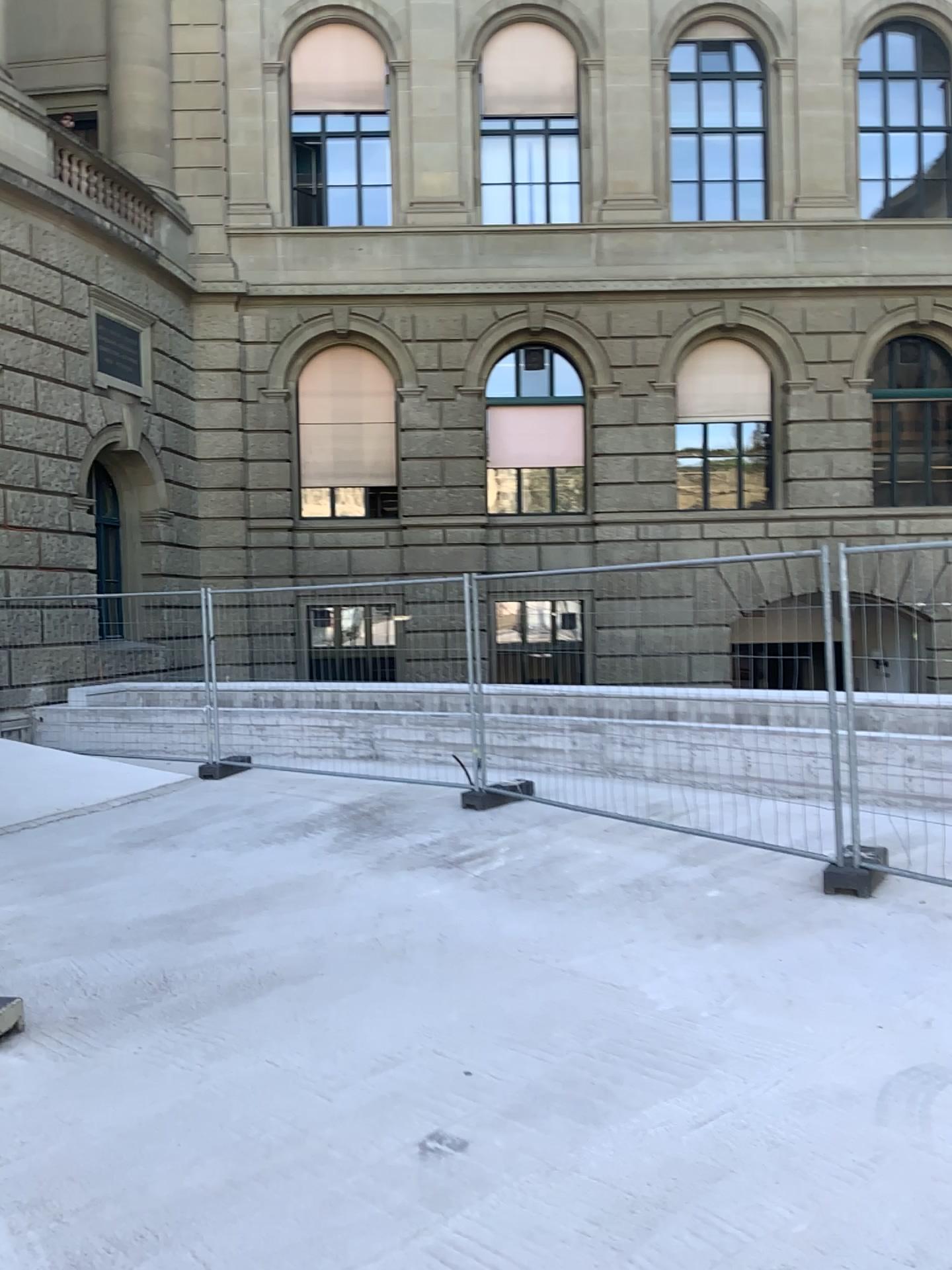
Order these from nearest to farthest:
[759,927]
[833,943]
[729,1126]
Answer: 1. [729,1126]
2. [833,943]
3. [759,927]
